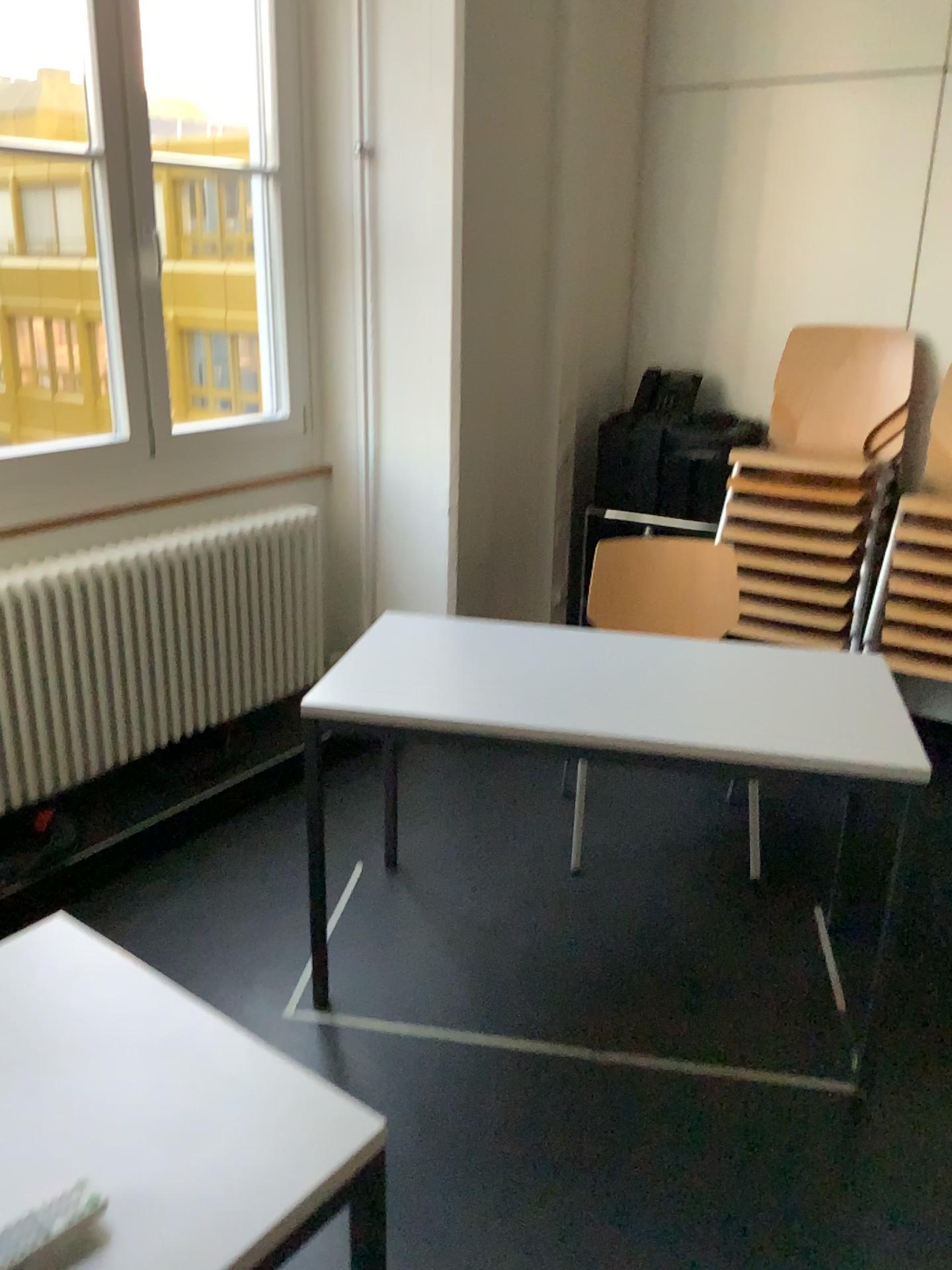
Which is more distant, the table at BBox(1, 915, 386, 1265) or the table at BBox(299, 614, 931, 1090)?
the table at BBox(299, 614, 931, 1090)

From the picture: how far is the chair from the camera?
3.1m

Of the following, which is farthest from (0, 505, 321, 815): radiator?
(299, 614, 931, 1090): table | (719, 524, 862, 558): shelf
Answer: (719, 524, 862, 558): shelf

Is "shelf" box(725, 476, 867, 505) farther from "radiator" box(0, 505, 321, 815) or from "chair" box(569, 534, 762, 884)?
"radiator" box(0, 505, 321, 815)

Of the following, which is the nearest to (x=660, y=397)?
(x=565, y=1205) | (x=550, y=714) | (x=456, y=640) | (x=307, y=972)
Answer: (x=456, y=640)

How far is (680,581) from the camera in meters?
3.1

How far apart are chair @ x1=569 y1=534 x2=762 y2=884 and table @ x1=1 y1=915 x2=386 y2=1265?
2.0m

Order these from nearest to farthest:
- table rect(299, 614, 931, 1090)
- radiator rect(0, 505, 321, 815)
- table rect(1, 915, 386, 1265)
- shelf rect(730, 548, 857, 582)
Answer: table rect(1, 915, 386, 1265), table rect(299, 614, 931, 1090), radiator rect(0, 505, 321, 815), shelf rect(730, 548, 857, 582)

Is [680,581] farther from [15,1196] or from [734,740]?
[15,1196]

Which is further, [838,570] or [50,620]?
[838,570]
